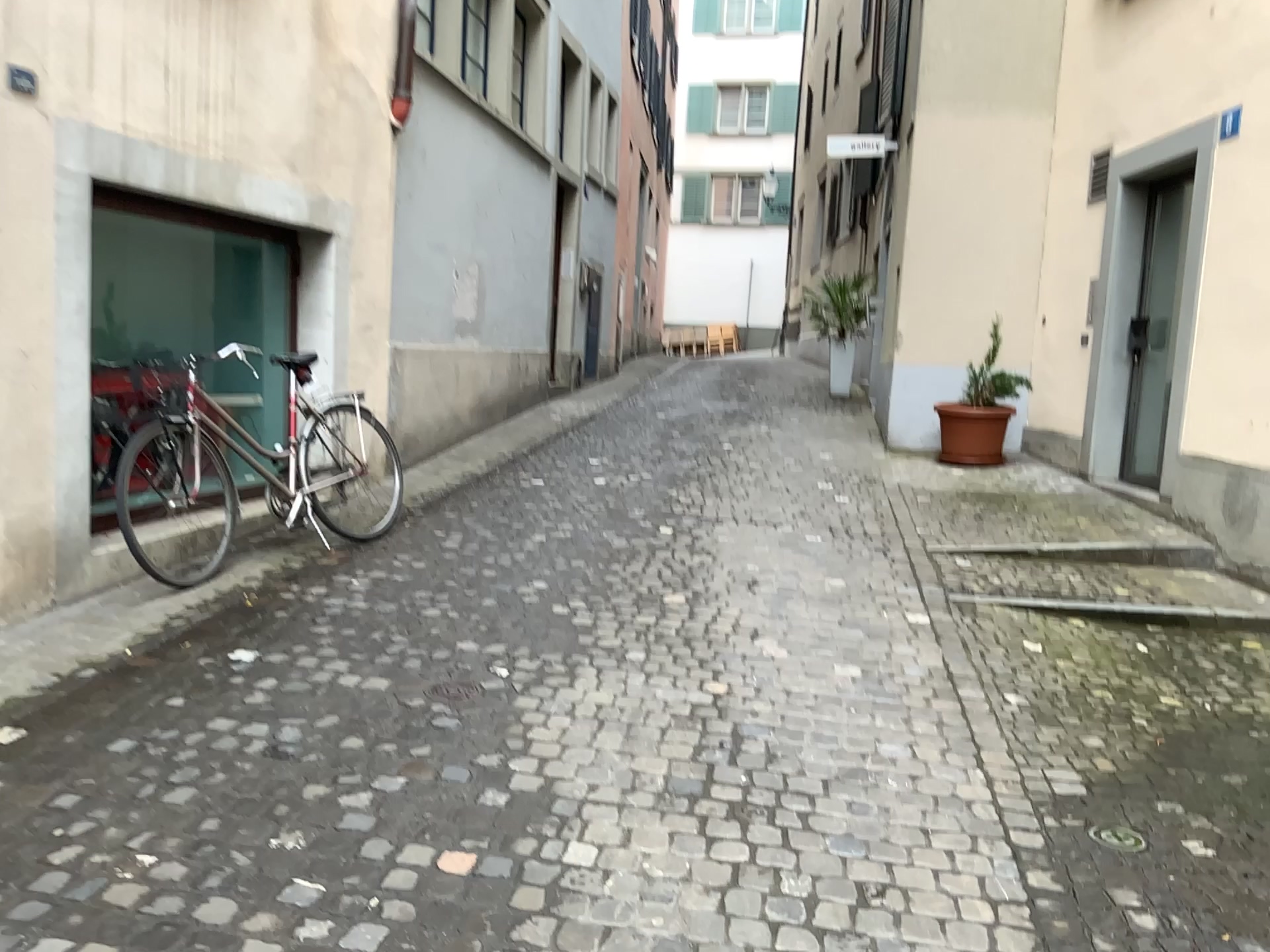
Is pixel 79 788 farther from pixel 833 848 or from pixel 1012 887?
pixel 1012 887
